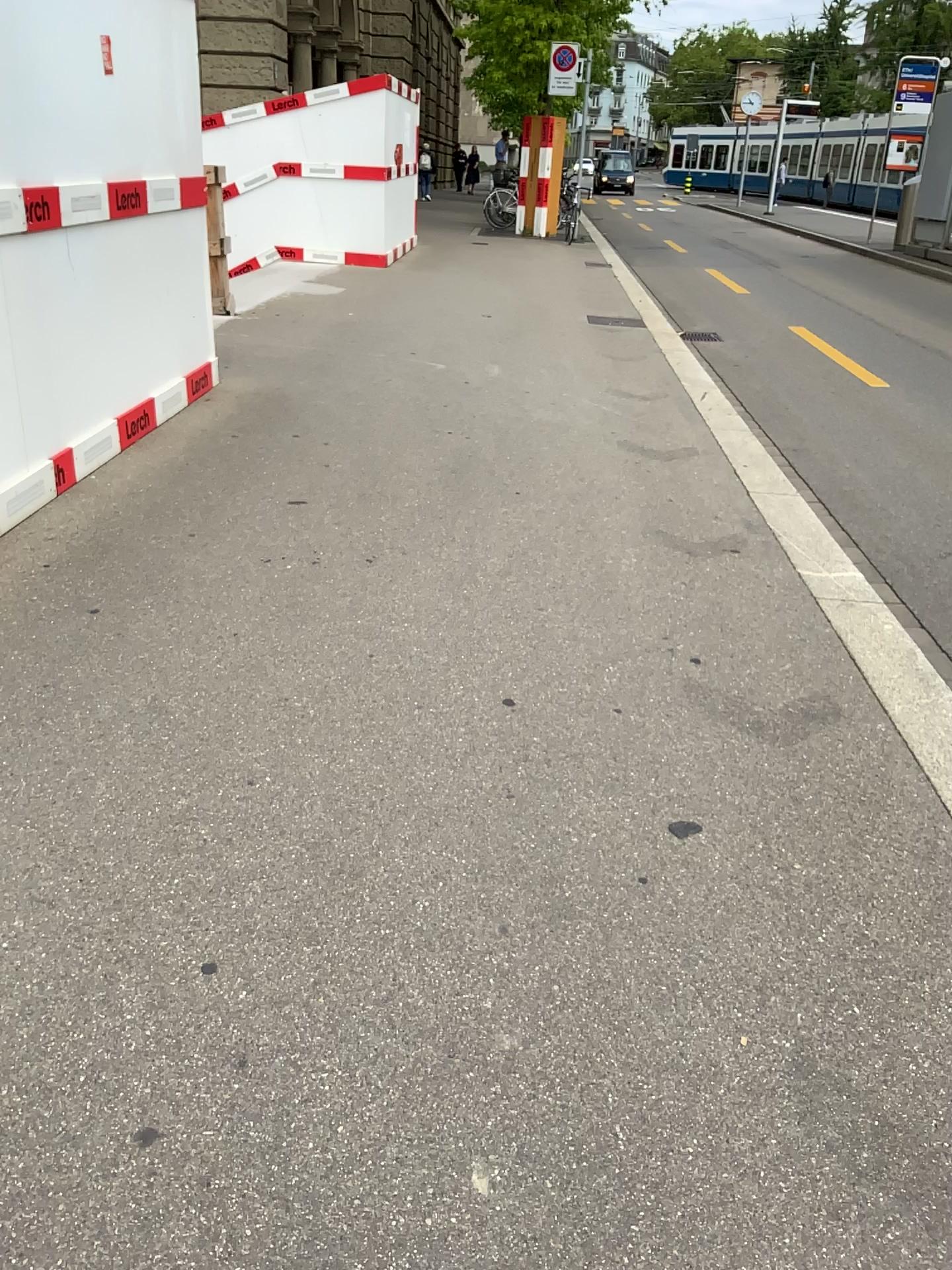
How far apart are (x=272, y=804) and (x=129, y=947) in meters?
0.5 m
